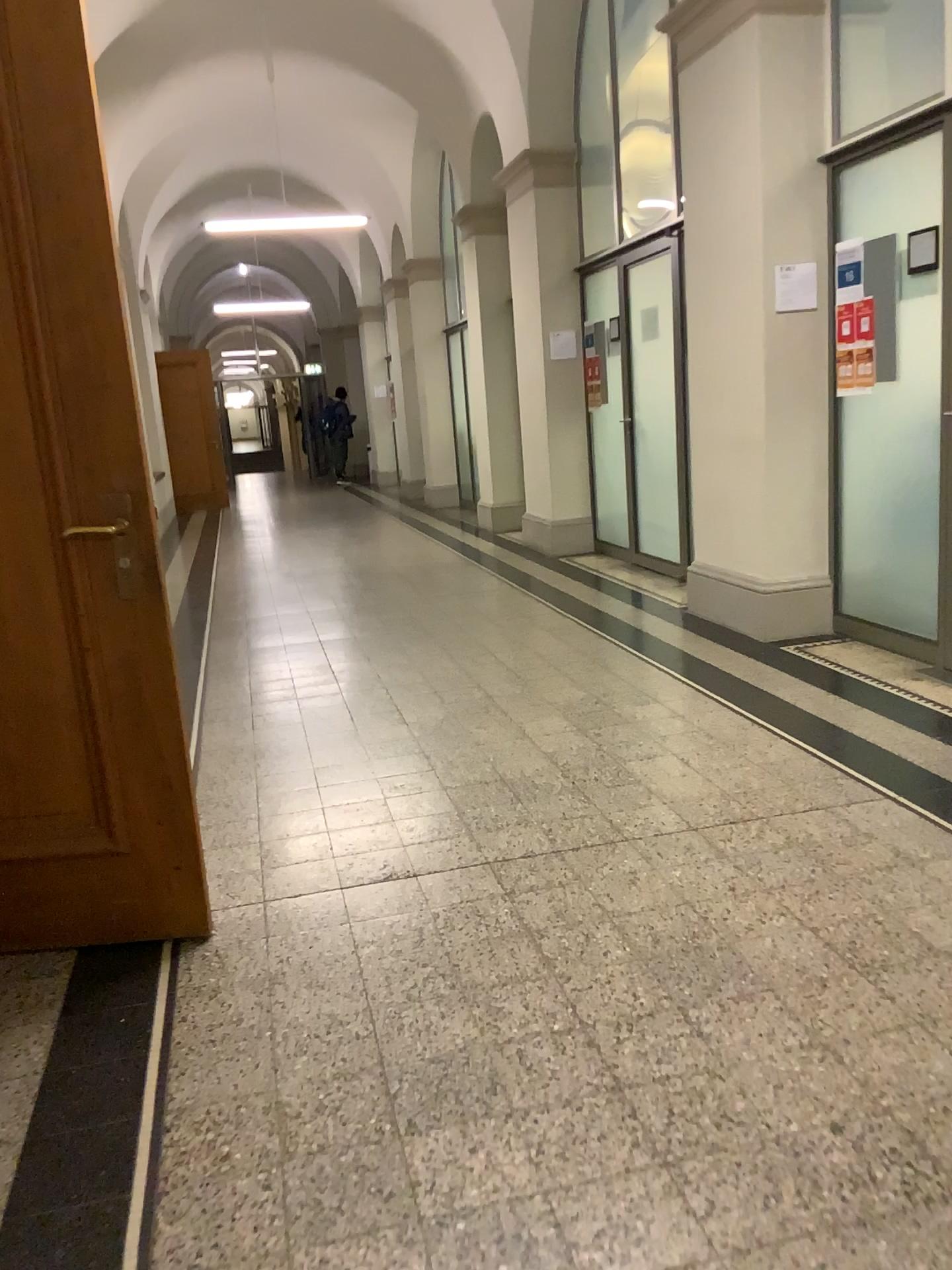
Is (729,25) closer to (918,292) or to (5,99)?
(918,292)

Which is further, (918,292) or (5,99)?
Answer: (918,292)

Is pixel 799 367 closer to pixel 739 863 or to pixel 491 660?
pixel 491 660

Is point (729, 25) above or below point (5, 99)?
above

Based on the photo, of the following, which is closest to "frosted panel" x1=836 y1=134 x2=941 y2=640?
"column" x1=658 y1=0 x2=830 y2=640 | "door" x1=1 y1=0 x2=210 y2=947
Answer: "column" x1=658 y1=0 x2=830 y2=640

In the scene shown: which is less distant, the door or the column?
the door

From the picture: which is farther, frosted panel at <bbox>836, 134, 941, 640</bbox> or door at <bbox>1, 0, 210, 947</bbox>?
frosted panel at <bbox>836, 134, 941, 640</bbox>

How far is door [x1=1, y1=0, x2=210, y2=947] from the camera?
2.2 meters

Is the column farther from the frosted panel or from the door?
the door
